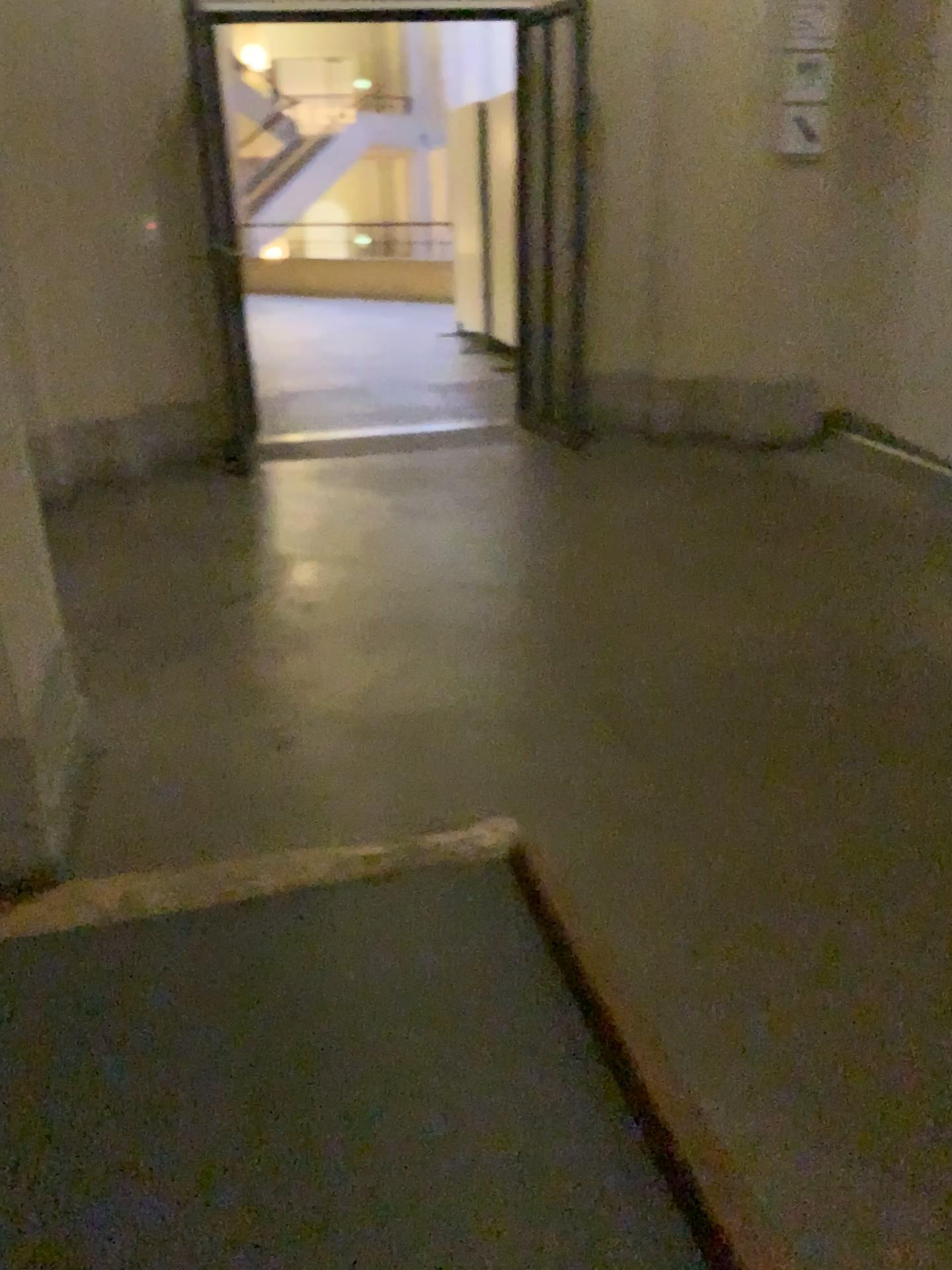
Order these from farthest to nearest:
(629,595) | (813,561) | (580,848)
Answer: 1. (813,561)
2. (629,595)
3. (580,848)
